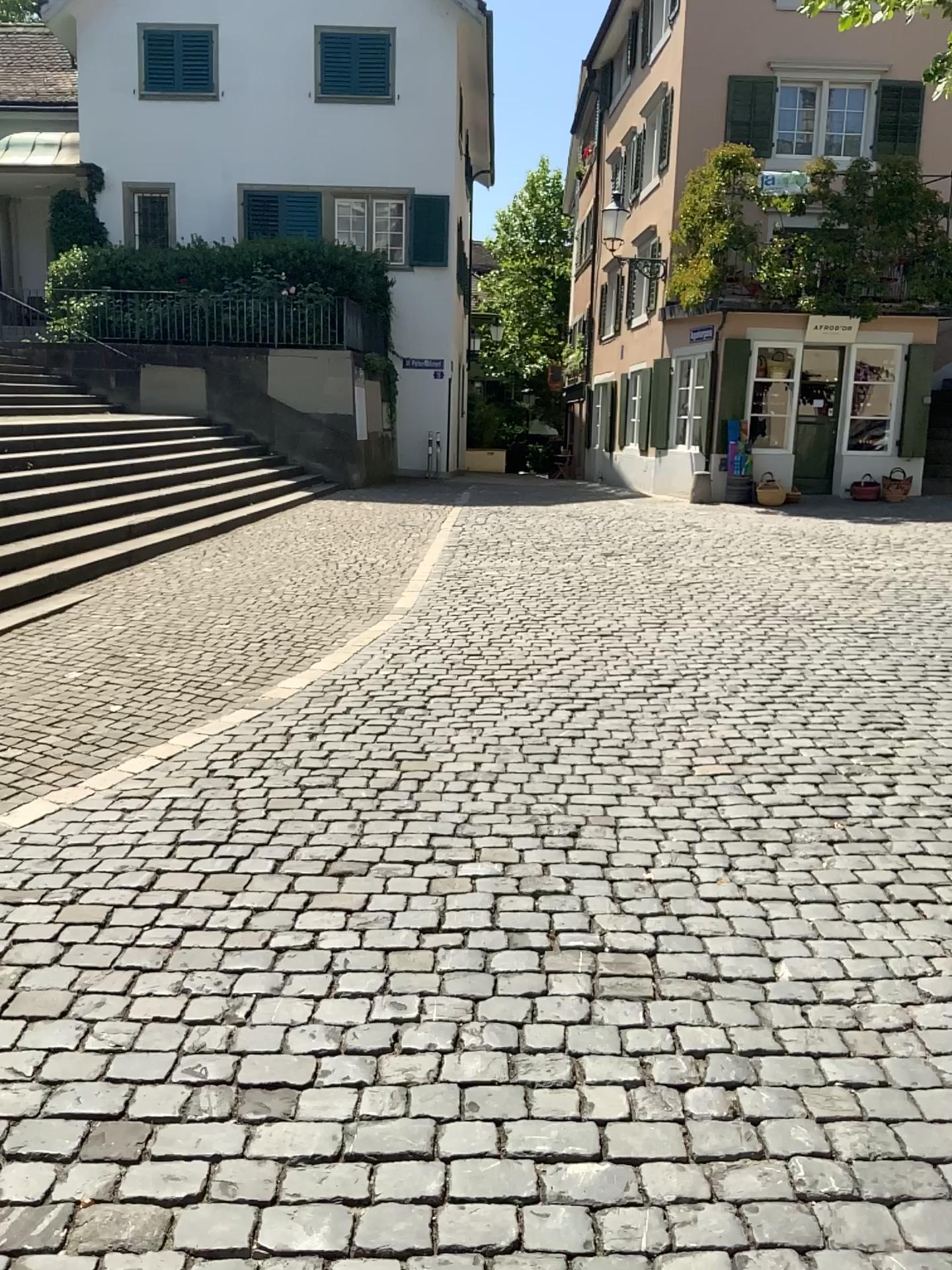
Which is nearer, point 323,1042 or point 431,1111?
point 431,1111
